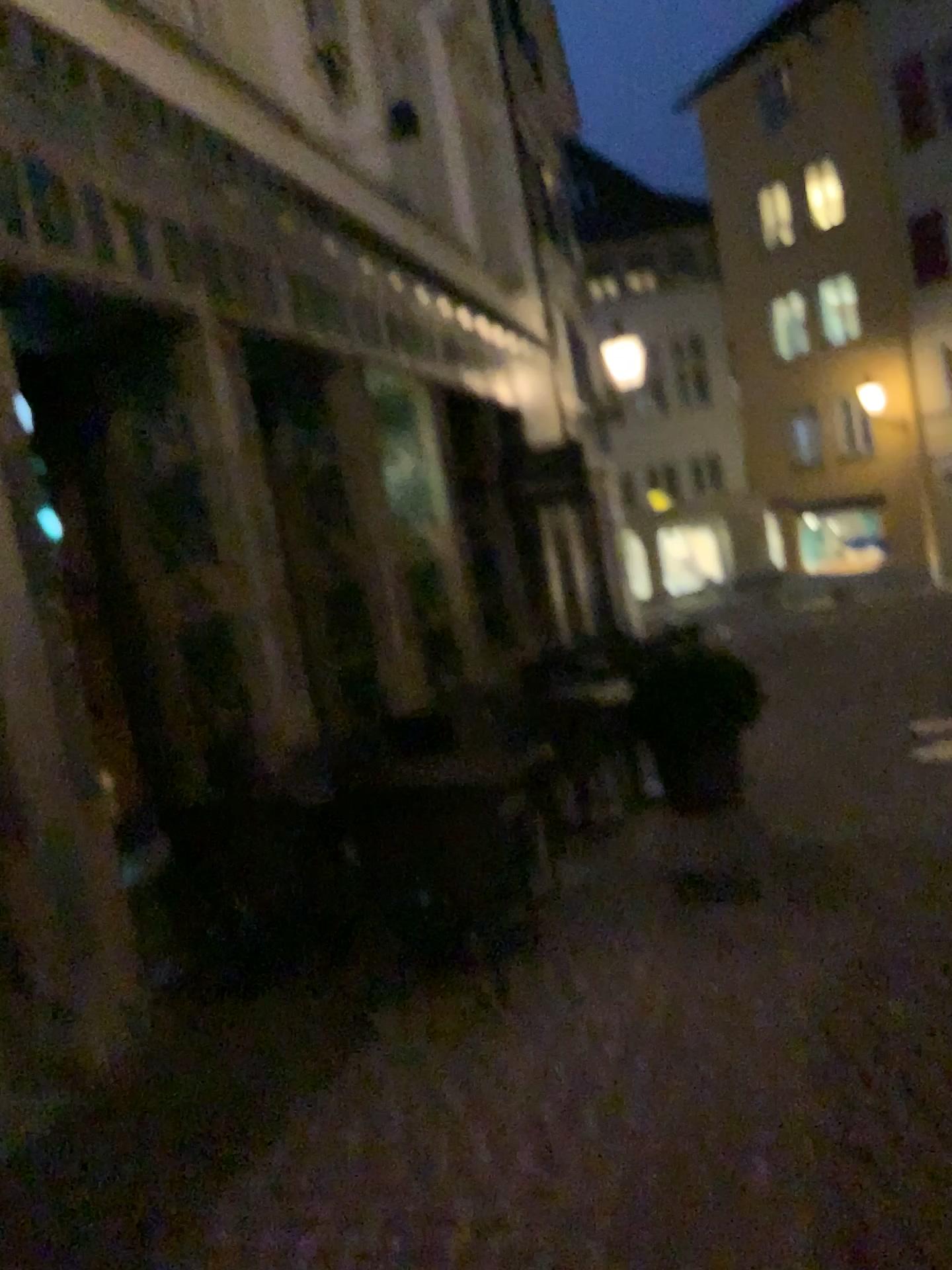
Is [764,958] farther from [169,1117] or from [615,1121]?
[169,1117]
